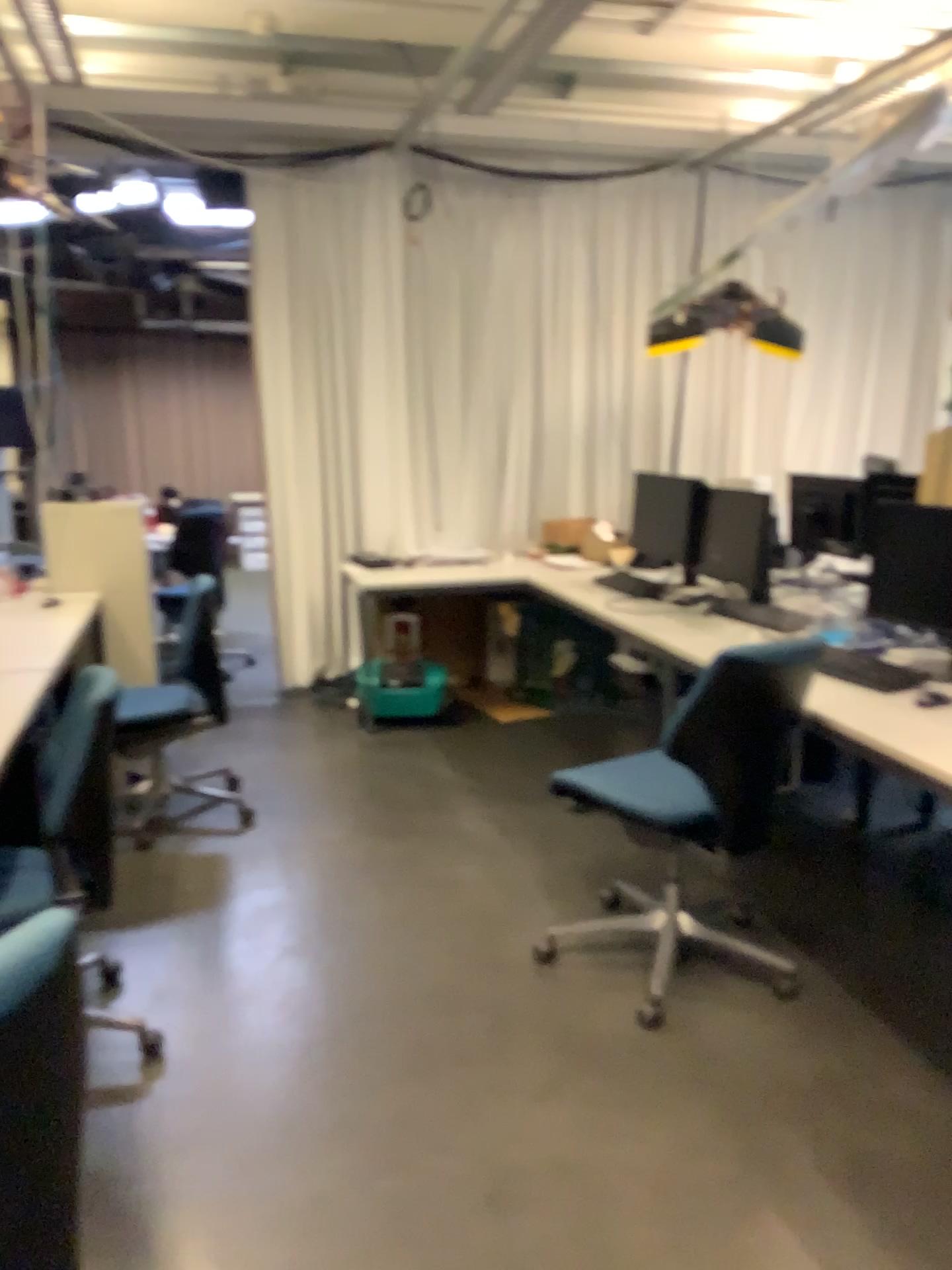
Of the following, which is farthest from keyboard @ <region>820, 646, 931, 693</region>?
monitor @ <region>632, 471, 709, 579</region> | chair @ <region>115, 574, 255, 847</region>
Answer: chair @ <region>115, 574, 255, 847</region>

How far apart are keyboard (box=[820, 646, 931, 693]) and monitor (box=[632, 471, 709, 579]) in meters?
1.5

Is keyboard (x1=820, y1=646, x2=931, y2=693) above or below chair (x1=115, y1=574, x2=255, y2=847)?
above

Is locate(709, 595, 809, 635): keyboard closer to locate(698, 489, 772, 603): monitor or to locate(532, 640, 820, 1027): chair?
locate(698, 489, 772, 603): monitor

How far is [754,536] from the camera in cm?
402

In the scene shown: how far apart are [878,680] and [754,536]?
1.29m

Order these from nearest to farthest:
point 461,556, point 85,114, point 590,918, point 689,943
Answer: point 689,943 → point 590,918 → point 85,114 → point 461,556

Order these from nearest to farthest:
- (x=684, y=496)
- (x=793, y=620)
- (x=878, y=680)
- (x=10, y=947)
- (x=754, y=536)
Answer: (x=10, y=947), (x=878, y=680), (x=793, y=620), (x=754, y=536), (x=684, y=496)

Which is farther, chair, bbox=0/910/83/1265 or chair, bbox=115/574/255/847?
chair, bbox=115/574/255/847

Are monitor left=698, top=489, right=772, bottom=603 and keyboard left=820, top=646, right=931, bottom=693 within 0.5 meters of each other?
no
